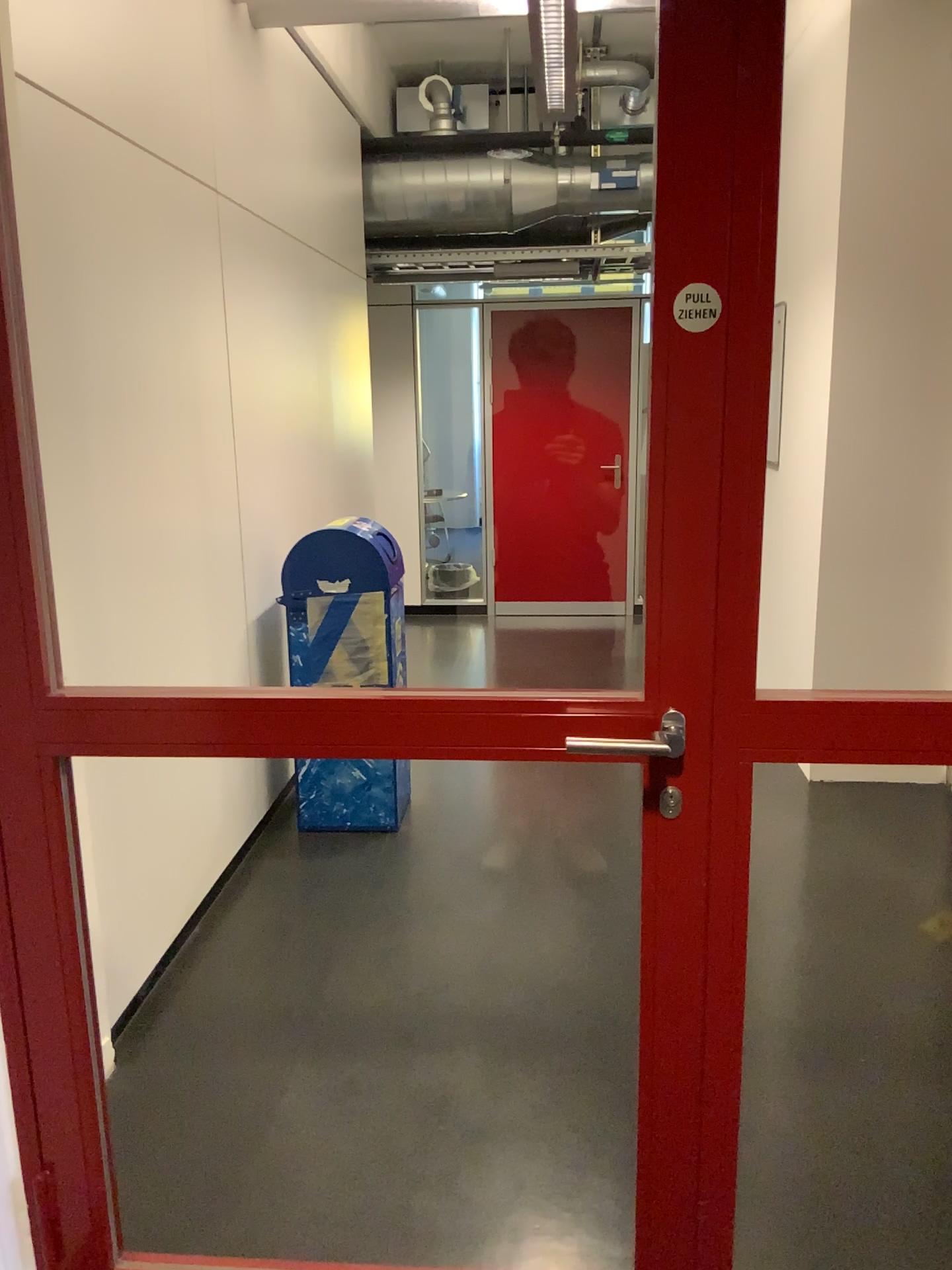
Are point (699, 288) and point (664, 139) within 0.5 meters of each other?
yes

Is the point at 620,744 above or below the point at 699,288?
below

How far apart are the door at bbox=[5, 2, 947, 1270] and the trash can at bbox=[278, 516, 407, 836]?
1.9m

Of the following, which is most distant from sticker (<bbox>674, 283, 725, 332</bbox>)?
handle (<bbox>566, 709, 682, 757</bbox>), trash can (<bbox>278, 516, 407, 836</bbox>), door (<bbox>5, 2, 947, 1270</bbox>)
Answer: trash can (<bbox>278, 516, 407, 836</bbox>)

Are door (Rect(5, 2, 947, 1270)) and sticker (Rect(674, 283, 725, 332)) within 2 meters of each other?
yes

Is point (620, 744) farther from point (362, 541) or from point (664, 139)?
point (362, 541)

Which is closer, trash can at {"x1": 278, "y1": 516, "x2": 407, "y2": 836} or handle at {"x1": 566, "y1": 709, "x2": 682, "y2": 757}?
handle at {"x1": 566, "y1": 709, "x2": 682, "y2": 757}

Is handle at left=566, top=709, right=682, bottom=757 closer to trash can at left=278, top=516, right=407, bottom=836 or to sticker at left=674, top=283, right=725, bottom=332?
sticker at left=674, top=283, right=725, bottom=332

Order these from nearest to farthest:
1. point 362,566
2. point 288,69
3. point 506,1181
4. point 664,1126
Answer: point 664,1126
point 506,1181
point 362,566
point 288,69

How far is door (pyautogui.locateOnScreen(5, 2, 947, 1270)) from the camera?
1.3m
